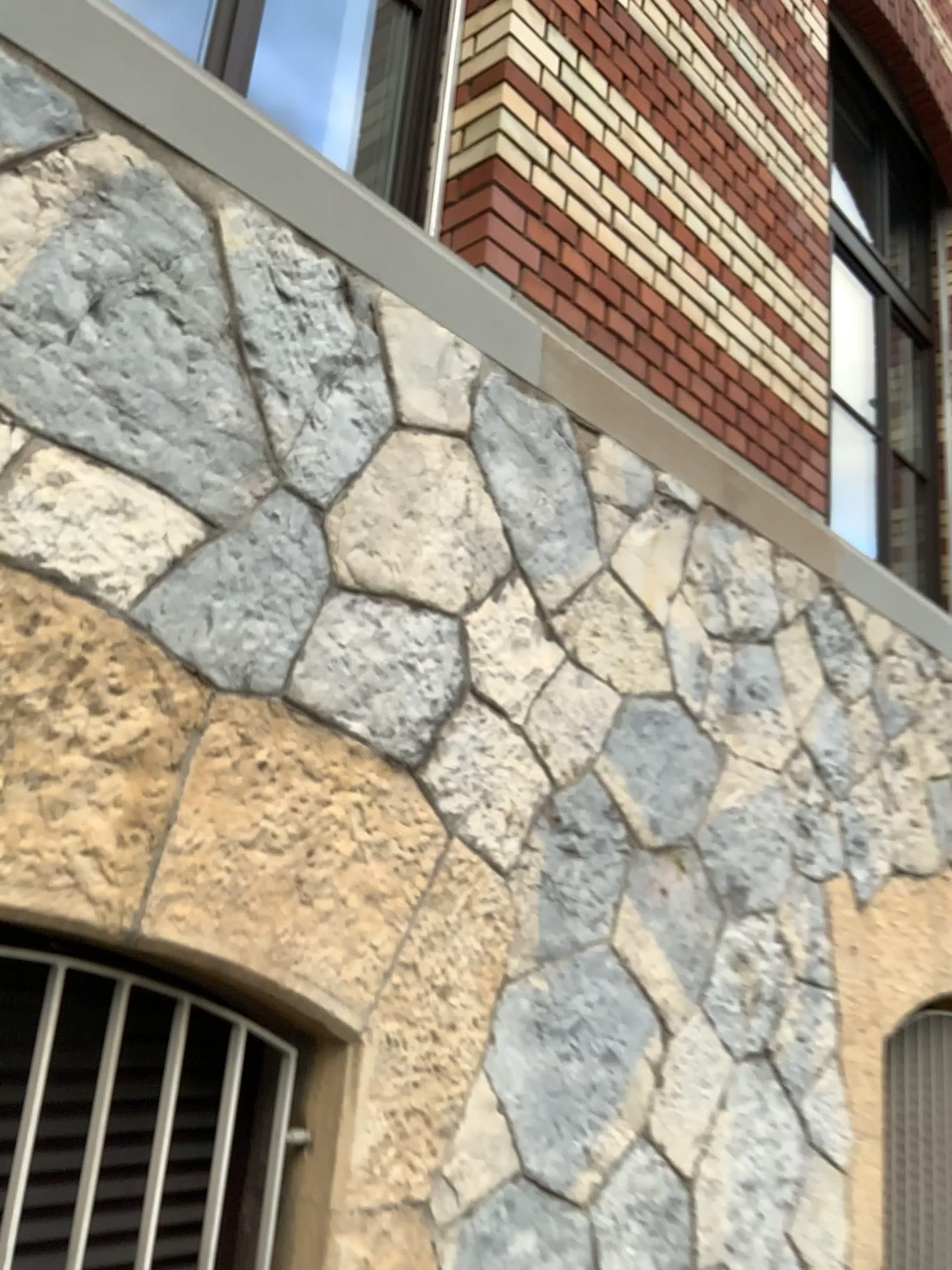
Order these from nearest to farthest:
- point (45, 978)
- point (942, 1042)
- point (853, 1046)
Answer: point (45, 978), point (853, 1046), point (942, 1042)

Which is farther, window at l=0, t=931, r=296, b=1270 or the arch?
the arch

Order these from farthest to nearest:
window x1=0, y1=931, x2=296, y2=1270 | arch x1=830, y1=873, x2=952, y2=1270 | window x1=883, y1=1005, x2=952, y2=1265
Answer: window x1=883, y1=1005, x2=952, y2=1265, arch x1=830, y1=873, x2=952, y2=1270, window x1=0, y1=931, x2=296, y2=1270

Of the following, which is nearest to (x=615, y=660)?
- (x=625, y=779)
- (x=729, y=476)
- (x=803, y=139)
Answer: (x=625, y=779)

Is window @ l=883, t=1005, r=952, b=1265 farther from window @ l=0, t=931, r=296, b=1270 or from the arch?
window @ l=0, t=931, r=296, b=1270

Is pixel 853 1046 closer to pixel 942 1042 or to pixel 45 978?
pixel 942 1042

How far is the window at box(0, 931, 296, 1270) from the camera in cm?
156

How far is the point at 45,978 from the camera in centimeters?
156cm

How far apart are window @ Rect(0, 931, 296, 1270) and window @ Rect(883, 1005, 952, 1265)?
2.5m

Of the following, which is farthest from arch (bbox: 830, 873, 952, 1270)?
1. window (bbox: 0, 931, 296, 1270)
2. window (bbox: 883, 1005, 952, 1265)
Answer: window (bbox: 0, 931, 296, 1270)
